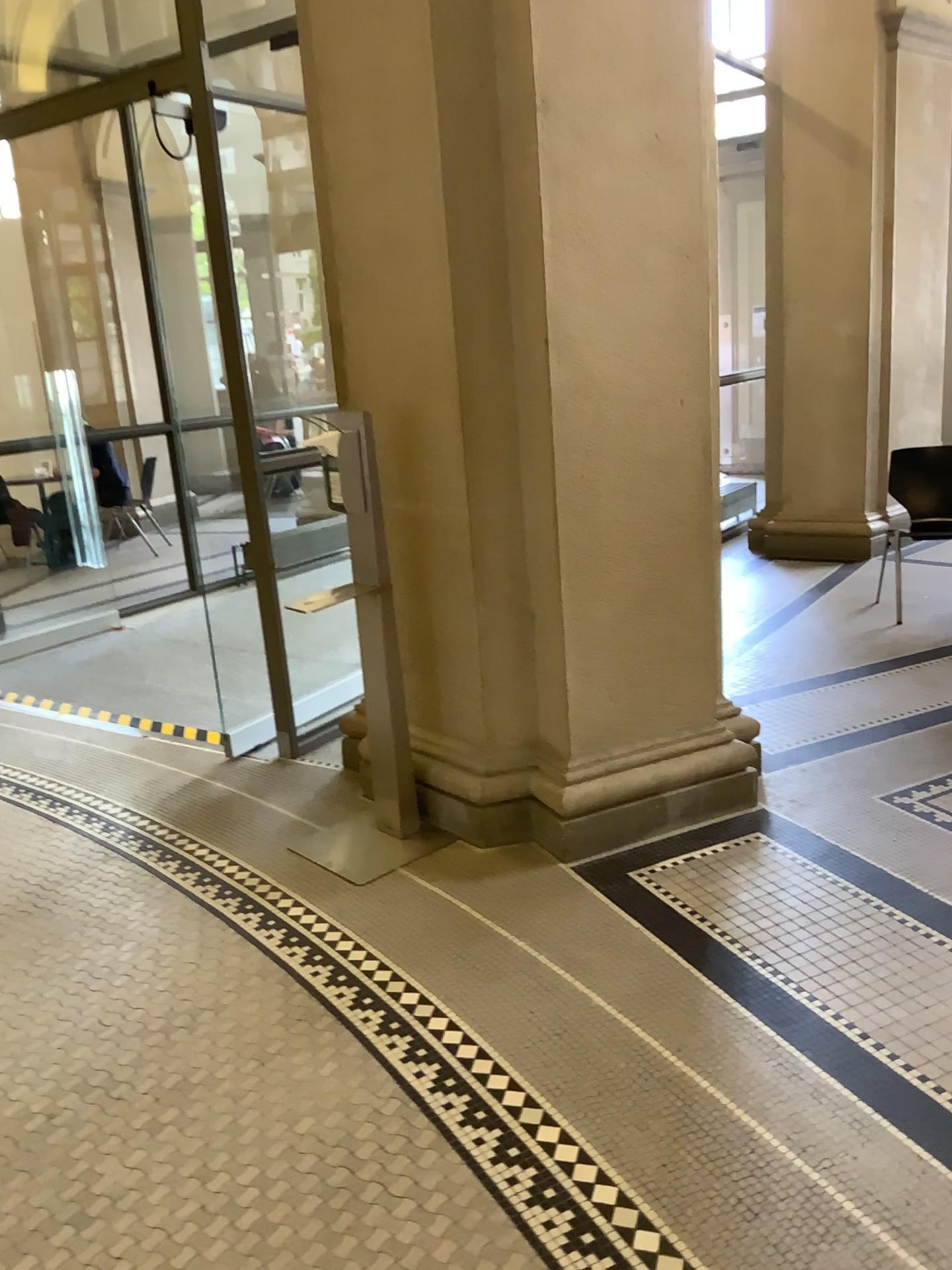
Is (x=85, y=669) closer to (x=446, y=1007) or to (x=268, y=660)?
(x=268, y=660)
